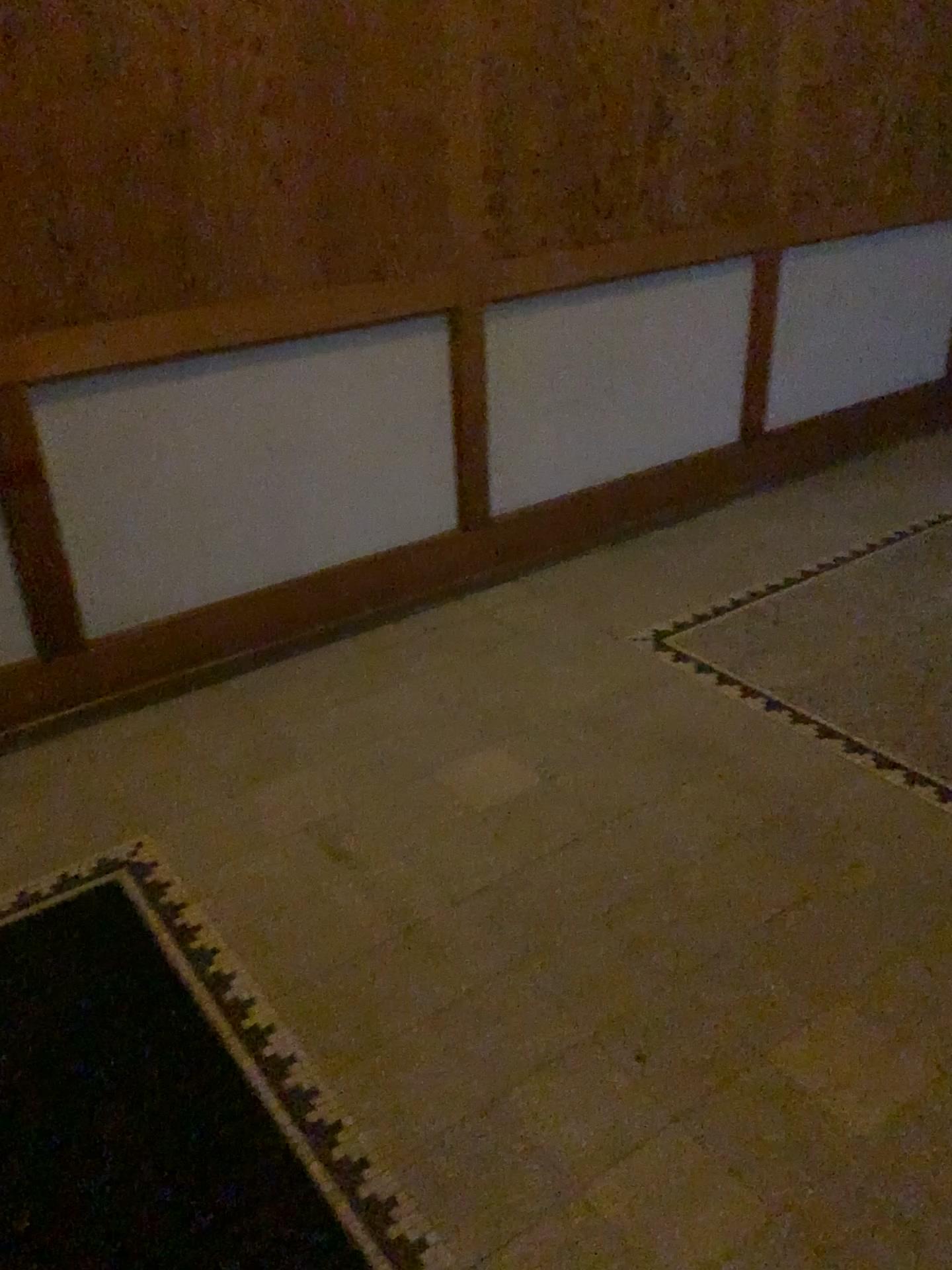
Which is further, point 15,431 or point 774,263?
point 774,263

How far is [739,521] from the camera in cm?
378

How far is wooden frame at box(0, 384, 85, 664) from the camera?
2.40m

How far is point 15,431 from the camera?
2.4m

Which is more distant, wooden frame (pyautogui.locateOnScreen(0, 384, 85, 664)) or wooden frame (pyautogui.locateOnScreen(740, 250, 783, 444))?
wooden frame (pyautogui.locateOnScreen(740, 250, 783, 444))
